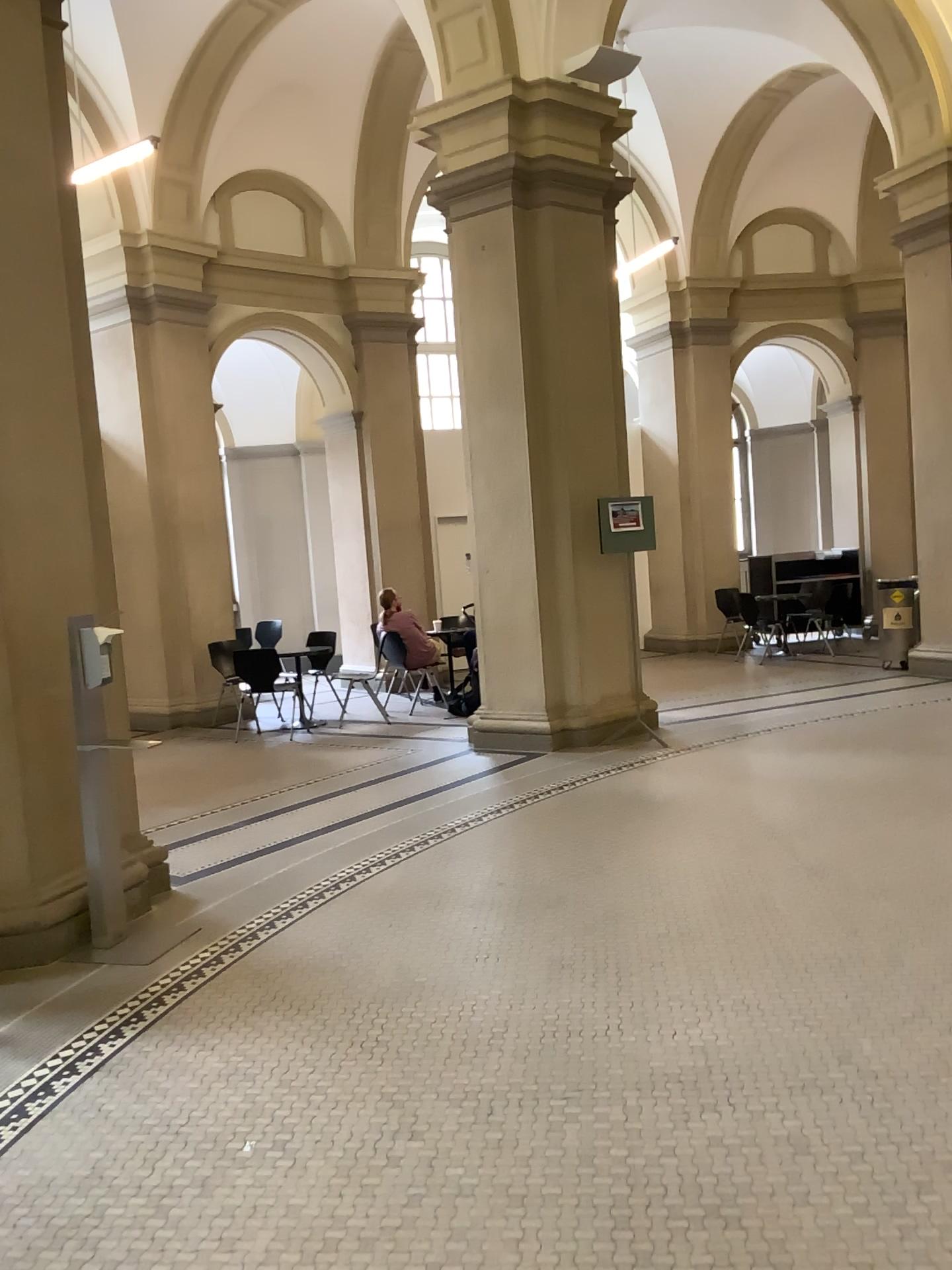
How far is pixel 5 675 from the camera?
4.2 meters

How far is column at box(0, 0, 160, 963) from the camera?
4.2m

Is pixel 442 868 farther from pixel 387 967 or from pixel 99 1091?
pixel 99 1091
